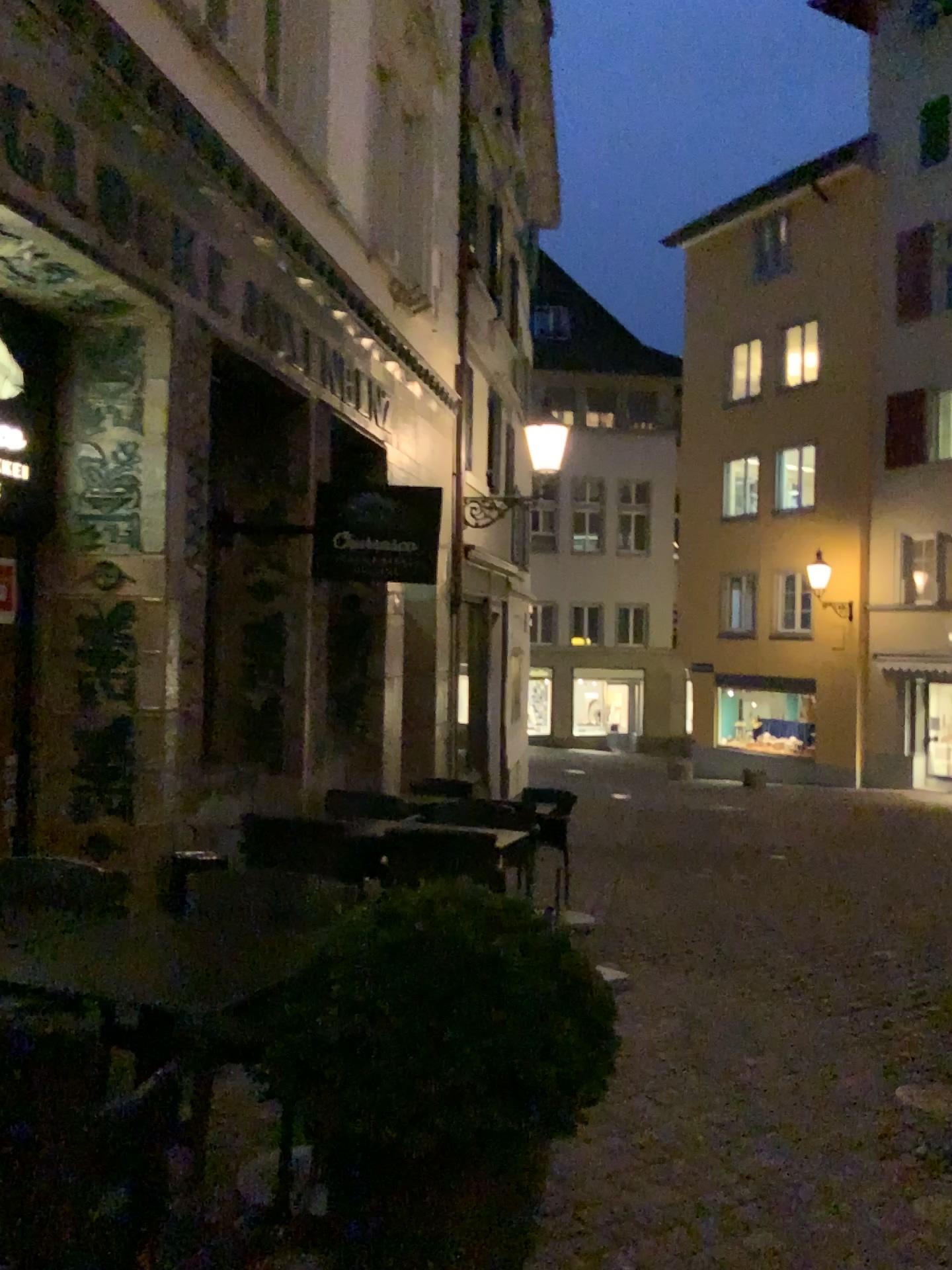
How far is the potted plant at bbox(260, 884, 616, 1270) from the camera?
2.06m

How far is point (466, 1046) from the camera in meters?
2.1

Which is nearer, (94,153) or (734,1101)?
(734,1101)
